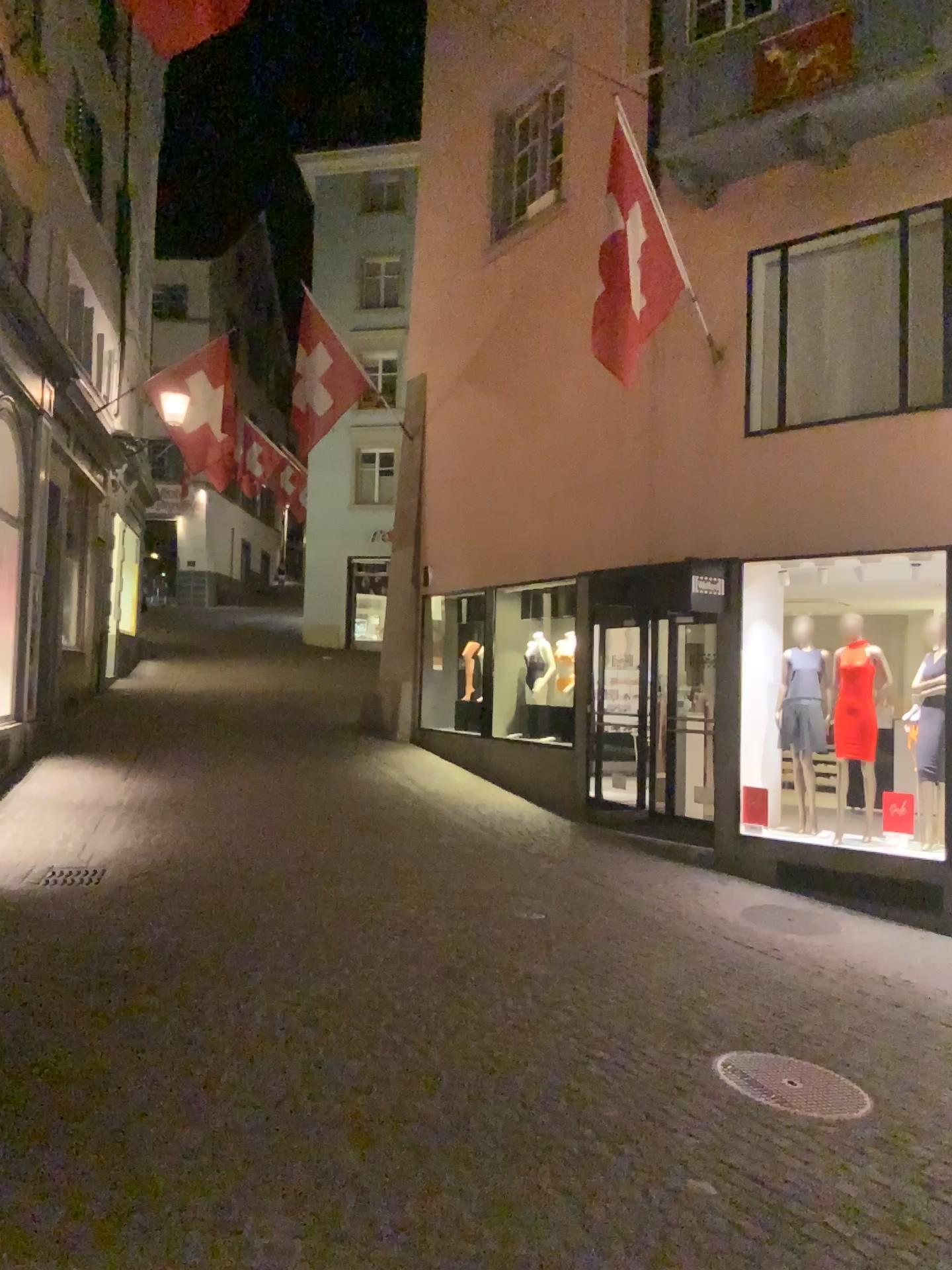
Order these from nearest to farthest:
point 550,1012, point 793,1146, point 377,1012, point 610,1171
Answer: point 610,1171, point 793,1146, point 377,1012, point 550,1012
